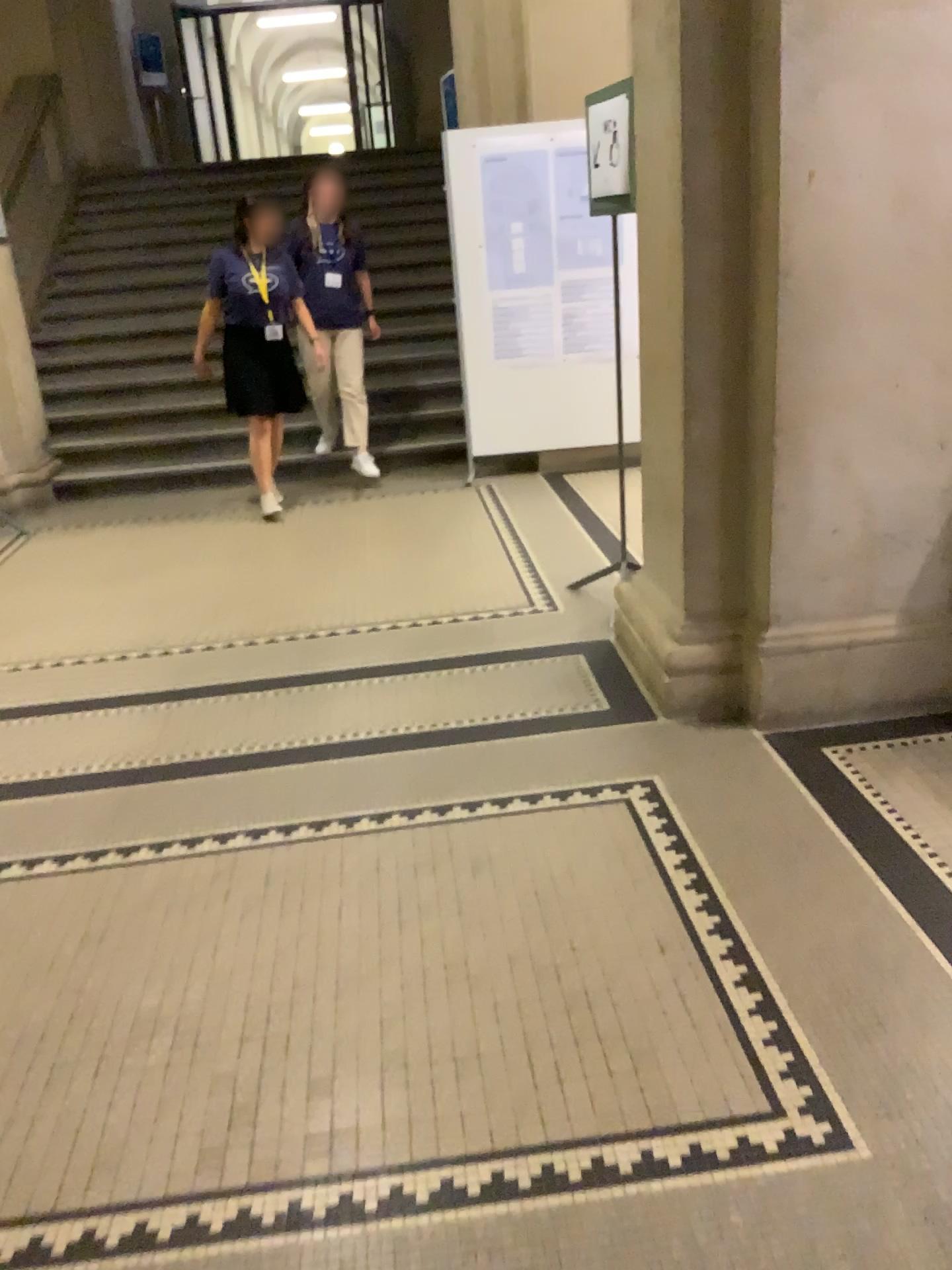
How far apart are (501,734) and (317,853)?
0.8 meters
